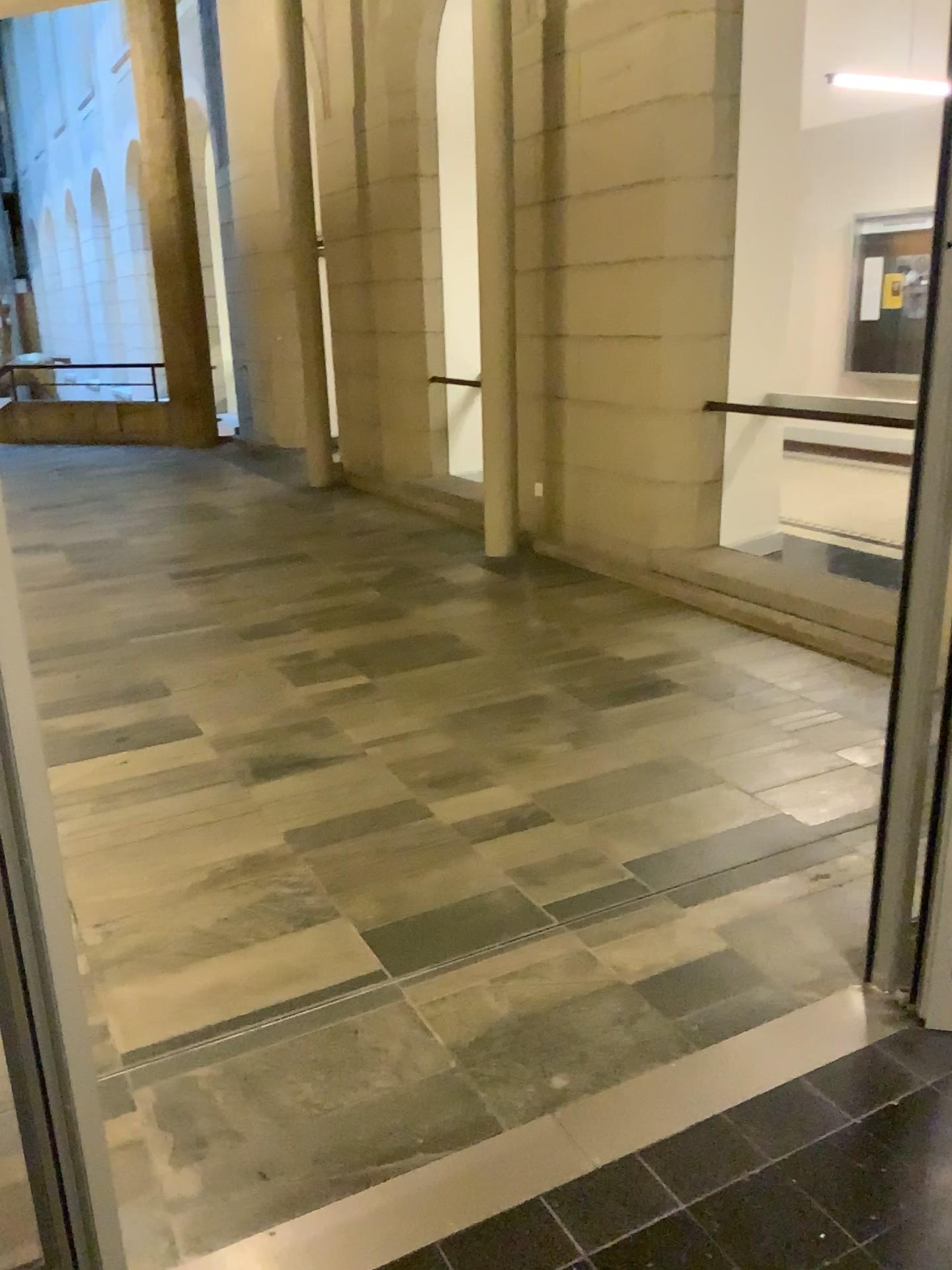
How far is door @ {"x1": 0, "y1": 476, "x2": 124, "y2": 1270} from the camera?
1.2 meters

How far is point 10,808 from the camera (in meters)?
1.24

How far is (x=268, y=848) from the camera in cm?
304
